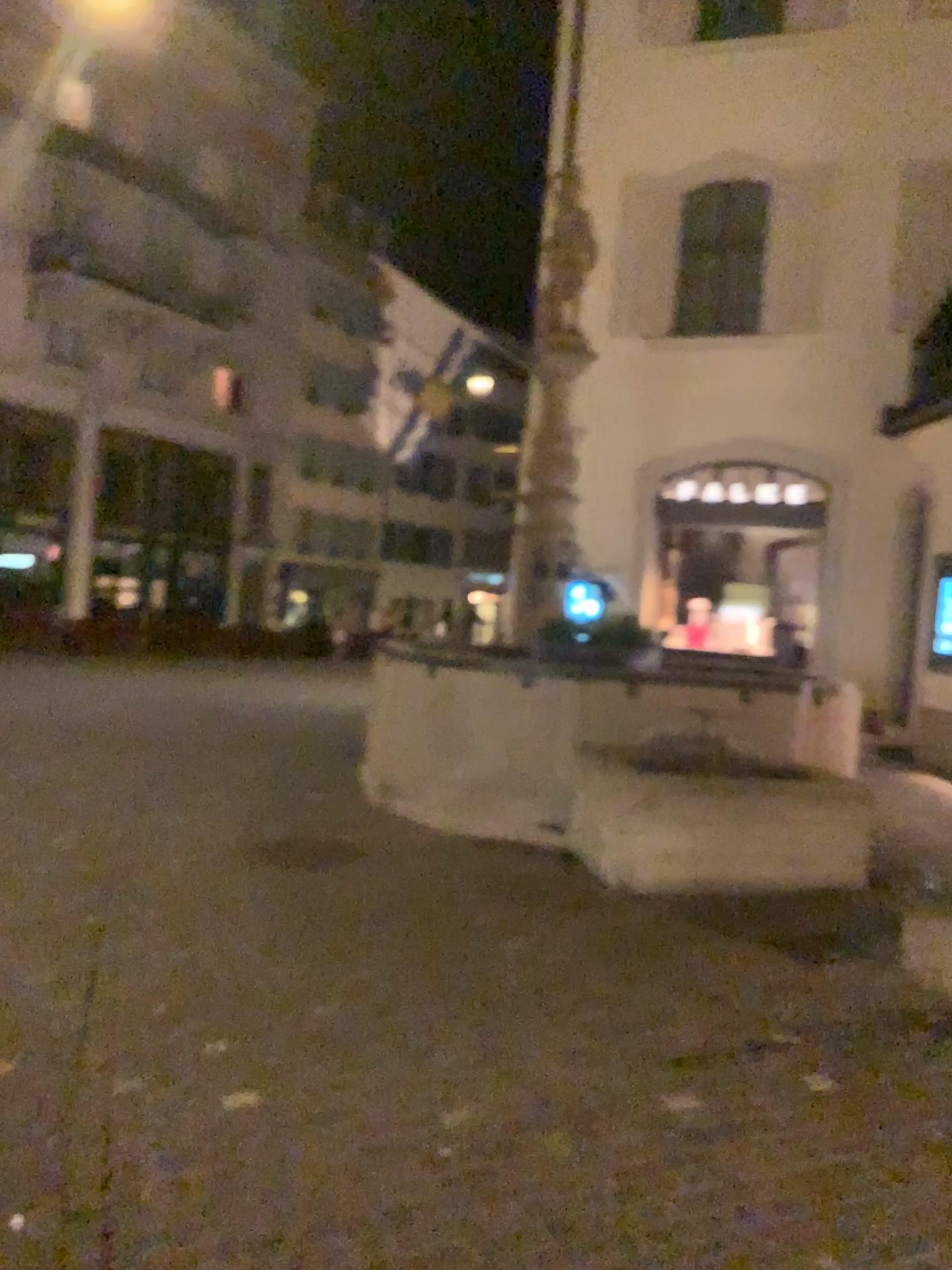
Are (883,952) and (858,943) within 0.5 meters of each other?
yes
